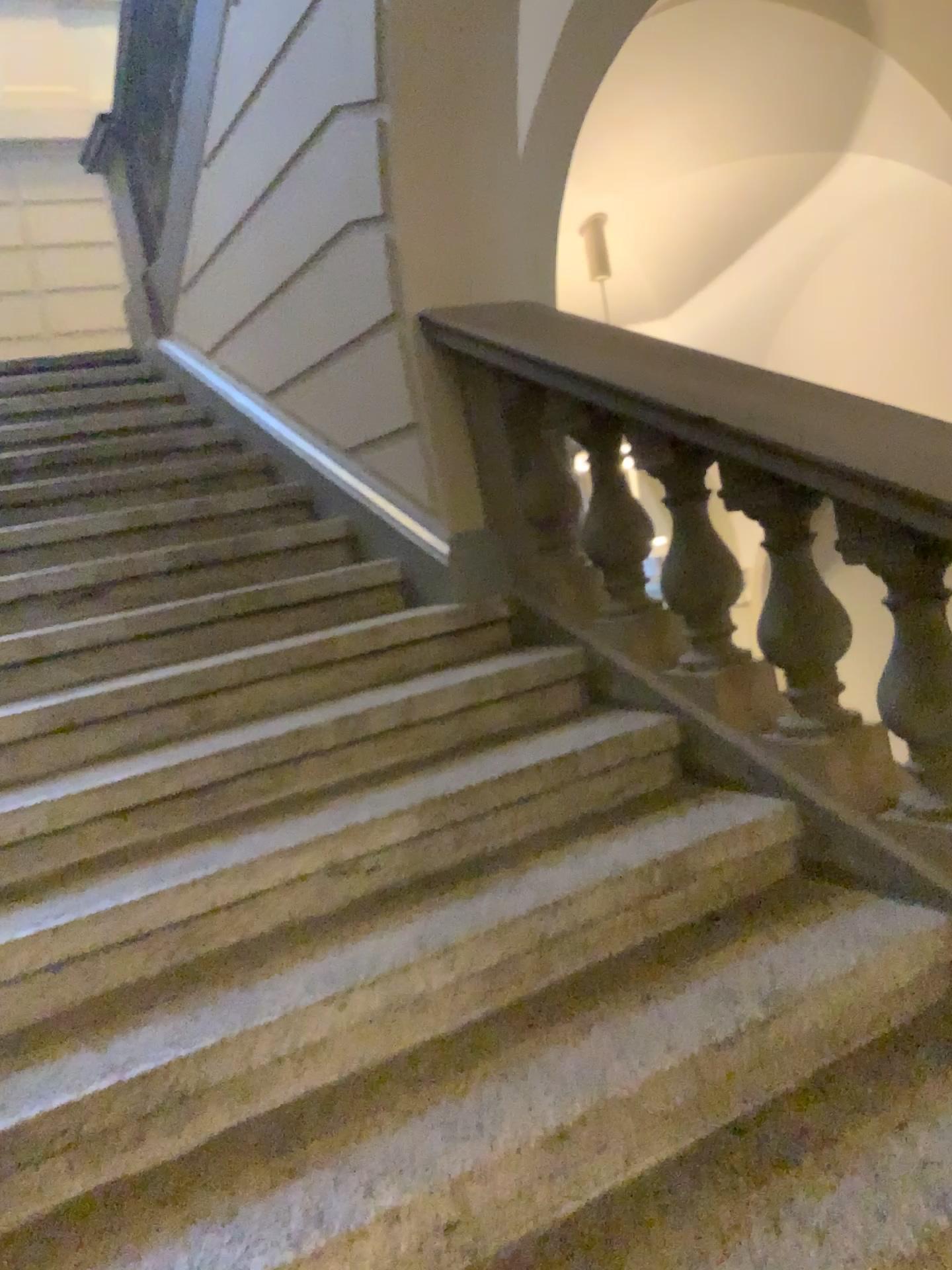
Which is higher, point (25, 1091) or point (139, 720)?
point (139, 720)

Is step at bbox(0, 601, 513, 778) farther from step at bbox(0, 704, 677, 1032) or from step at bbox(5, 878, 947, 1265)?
step at bbox(5, 878, 947, 1265)

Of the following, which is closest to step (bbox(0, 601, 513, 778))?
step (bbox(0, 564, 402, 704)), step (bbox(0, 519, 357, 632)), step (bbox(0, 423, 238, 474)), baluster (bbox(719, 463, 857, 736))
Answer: step (bbox(0, 564, 402, 704))

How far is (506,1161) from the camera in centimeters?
140cm

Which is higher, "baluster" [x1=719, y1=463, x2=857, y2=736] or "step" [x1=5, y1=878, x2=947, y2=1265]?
"baluster" [x1=719, y1=463, x2=857, y2=736]

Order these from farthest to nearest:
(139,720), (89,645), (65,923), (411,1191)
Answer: (89,645)
(139,720)
(65,923)
(411,1191)

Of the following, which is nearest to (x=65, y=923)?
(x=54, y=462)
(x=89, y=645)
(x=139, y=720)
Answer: (x=139, y=720)

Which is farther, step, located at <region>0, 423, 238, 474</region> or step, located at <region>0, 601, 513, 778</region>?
step, located at <region>0, 423, 238, 474</region>

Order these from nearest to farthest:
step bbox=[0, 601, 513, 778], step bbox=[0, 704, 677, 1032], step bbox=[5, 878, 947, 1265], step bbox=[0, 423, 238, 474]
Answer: step bbox=[5, 878, 947, 1265] < step bbox=[0, 704, 677, 1032] < step bbox=[0, 601, 513, 778] < step bbox=[0, 423, 238, 474]

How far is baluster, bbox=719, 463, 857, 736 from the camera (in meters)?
2.02
